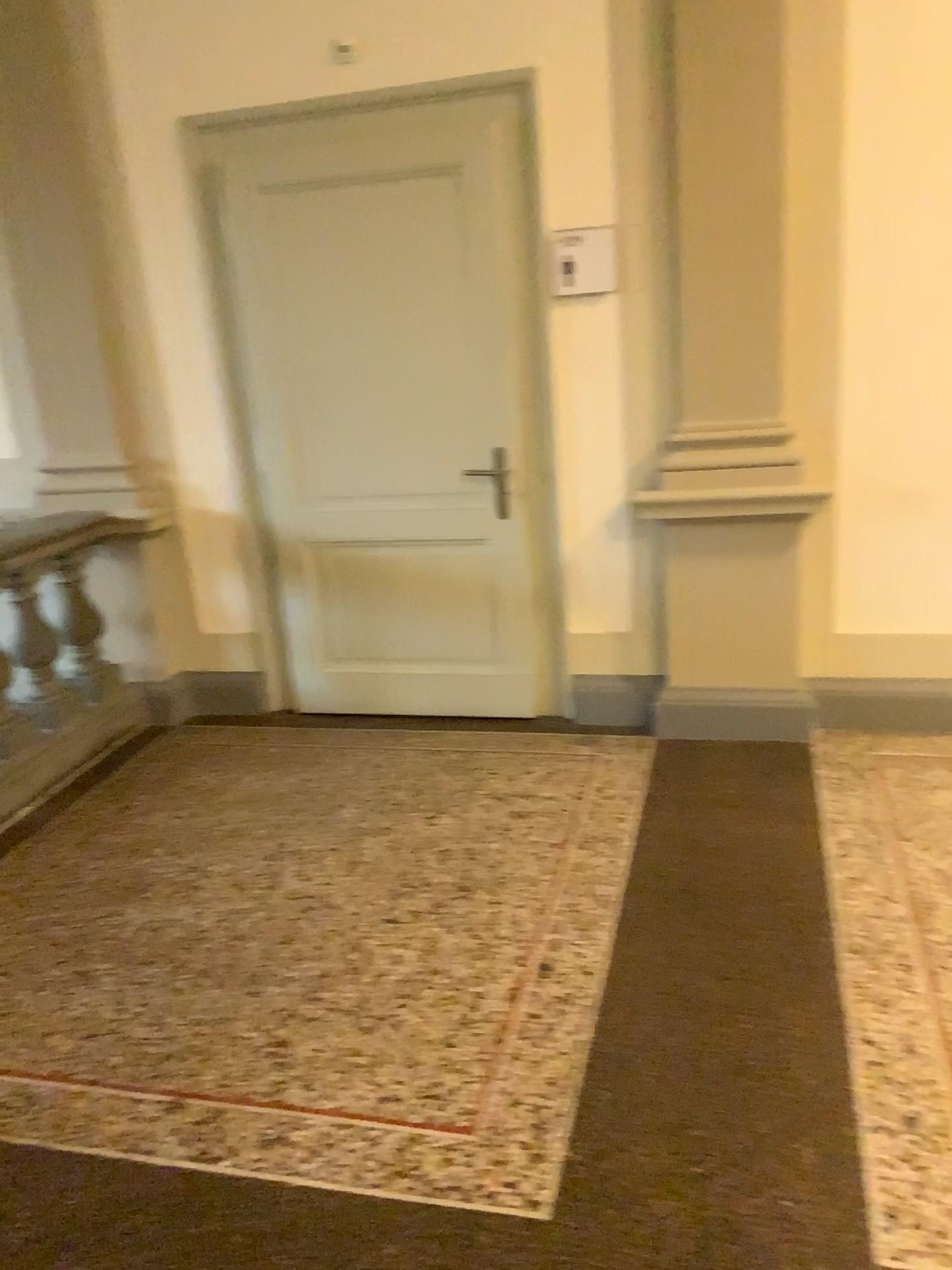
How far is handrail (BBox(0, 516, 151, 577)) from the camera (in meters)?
3.98

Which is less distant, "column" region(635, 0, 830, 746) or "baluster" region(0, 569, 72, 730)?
"column" region(635, 0, 830, 746)

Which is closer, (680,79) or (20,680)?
(680,79)

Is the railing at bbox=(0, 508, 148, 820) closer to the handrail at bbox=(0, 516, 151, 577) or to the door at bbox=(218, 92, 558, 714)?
the handrail at bbox=(0, 516, 151, 577)

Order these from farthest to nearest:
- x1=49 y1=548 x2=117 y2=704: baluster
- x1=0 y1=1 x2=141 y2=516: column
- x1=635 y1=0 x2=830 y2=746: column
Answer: x1=49 y1=548 x2=117 y2=704: baluster → x1=0 y1=1 x2=141 y2=516: column → x1=635 y1=0 x2=830 y2=746: column

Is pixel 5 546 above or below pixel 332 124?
below

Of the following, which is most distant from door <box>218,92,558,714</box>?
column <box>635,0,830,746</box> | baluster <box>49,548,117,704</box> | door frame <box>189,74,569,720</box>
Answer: baluster <box>49,548,117,704</box>

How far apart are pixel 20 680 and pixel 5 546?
0.5 meters

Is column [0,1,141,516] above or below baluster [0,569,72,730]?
above

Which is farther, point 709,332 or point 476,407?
point 476,407
